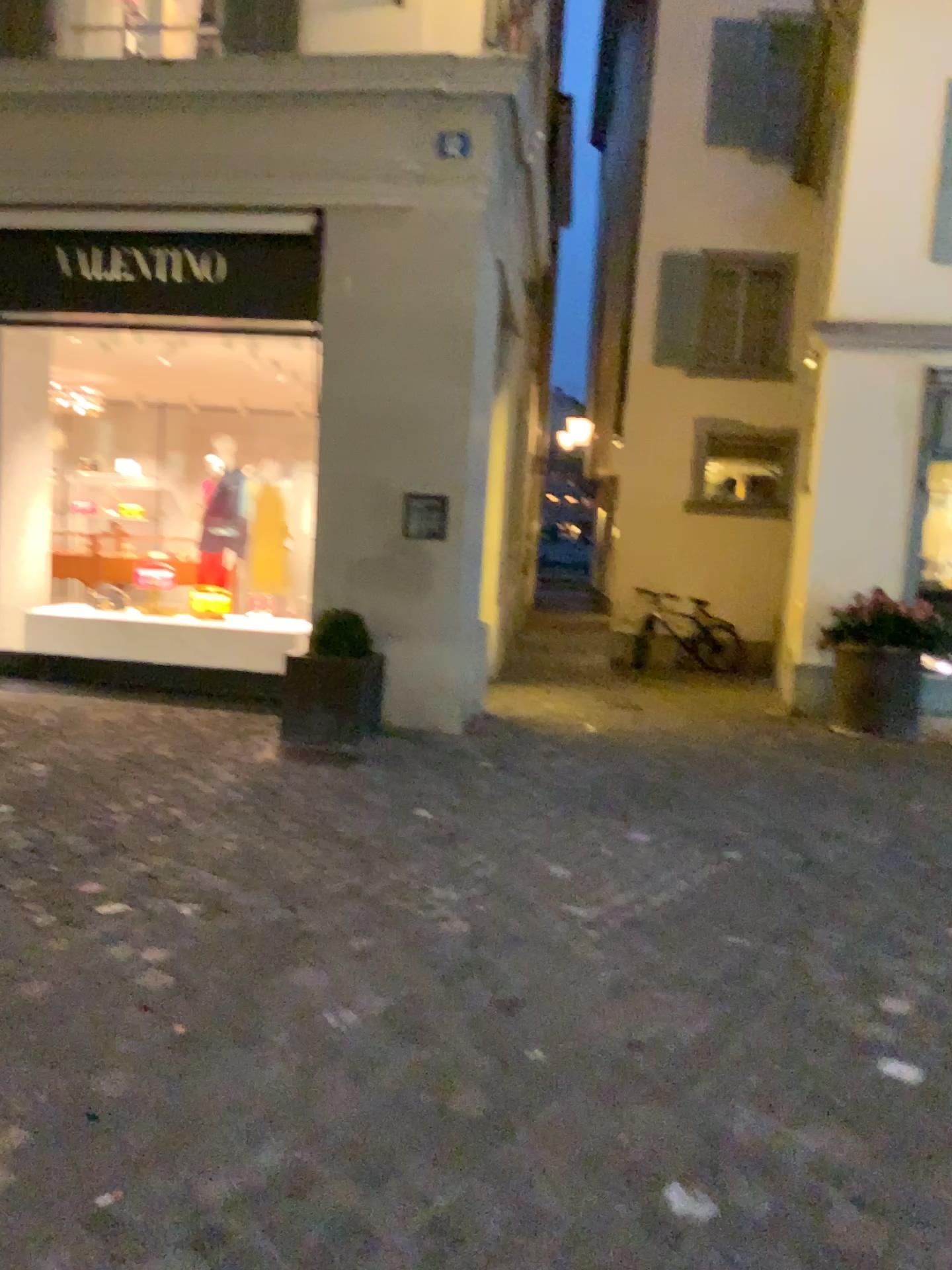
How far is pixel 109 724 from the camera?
5.82m
